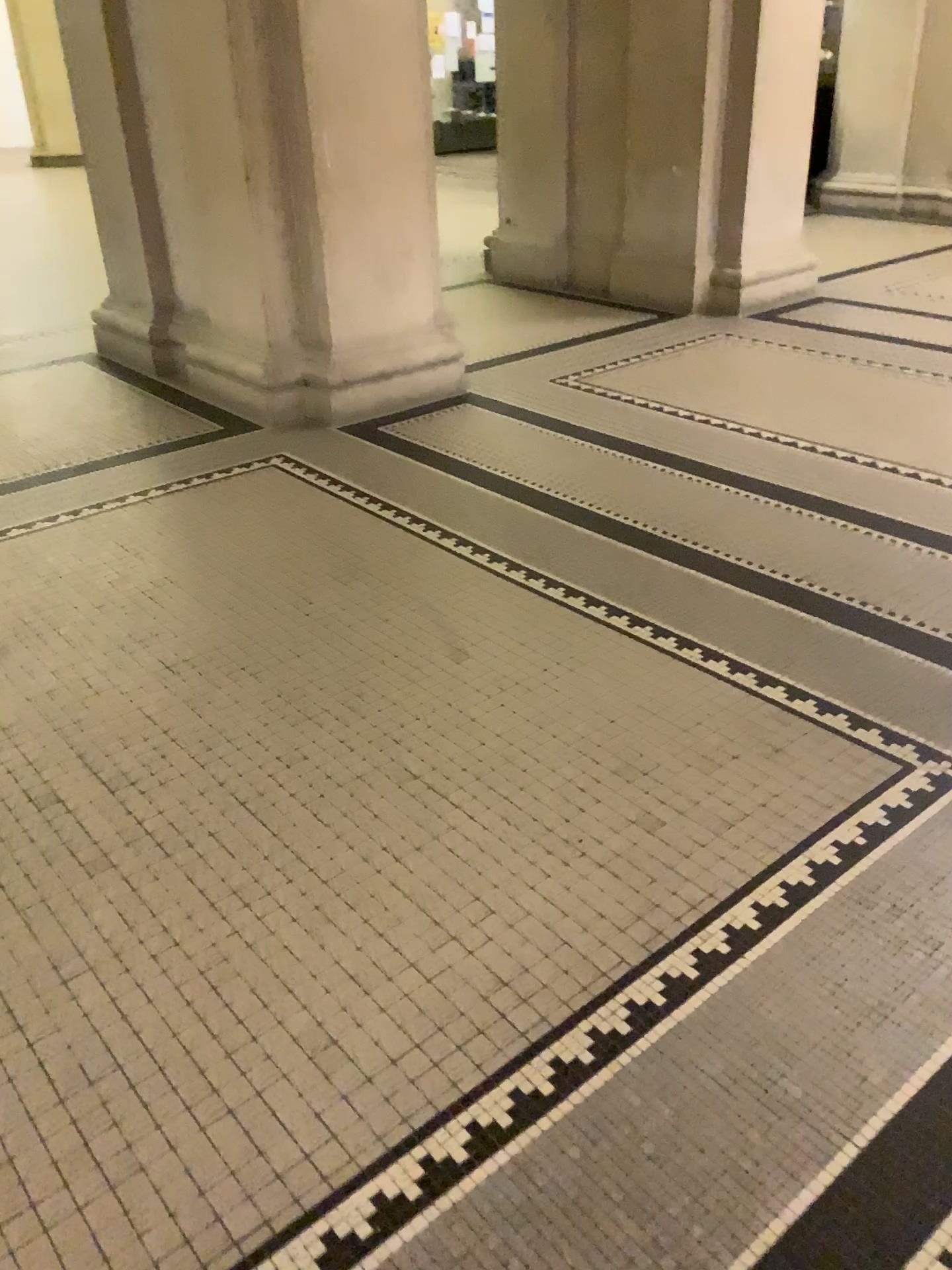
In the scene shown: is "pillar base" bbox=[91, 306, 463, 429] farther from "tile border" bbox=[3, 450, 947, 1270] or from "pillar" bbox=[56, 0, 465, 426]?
"tile border" bbox=[3, 450, 947, 1270]

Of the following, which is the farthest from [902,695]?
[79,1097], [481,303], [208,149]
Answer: [481,303]

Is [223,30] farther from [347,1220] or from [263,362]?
[347,1220]

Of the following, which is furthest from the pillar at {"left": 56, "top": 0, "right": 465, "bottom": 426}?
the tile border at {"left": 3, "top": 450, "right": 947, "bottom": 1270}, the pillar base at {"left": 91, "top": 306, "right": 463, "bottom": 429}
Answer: the tile border at {"left": 3, "top": 450, "right": 947, "bottom": 1270}

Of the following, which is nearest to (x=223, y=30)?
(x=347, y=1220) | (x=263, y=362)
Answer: (x=263, y=362)

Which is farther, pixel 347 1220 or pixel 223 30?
pixel 223 30

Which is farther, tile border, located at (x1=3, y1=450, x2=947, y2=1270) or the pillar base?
the pillar base

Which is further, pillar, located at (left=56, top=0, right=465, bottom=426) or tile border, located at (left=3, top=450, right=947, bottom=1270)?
pillar, located at (left=56, top=0, right=465, bottom=426)
